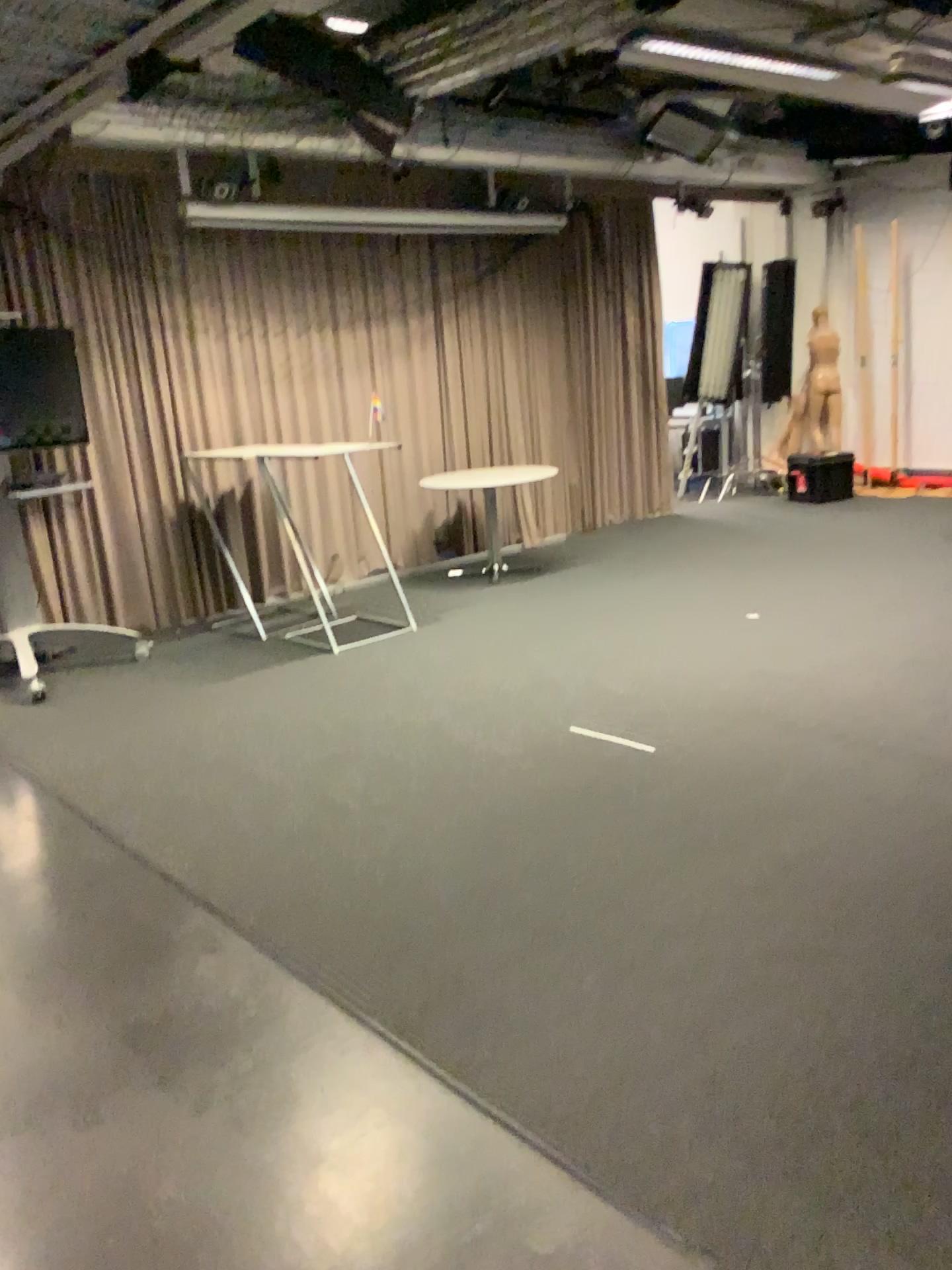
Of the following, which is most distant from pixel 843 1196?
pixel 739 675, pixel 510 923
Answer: pixel 739 675
